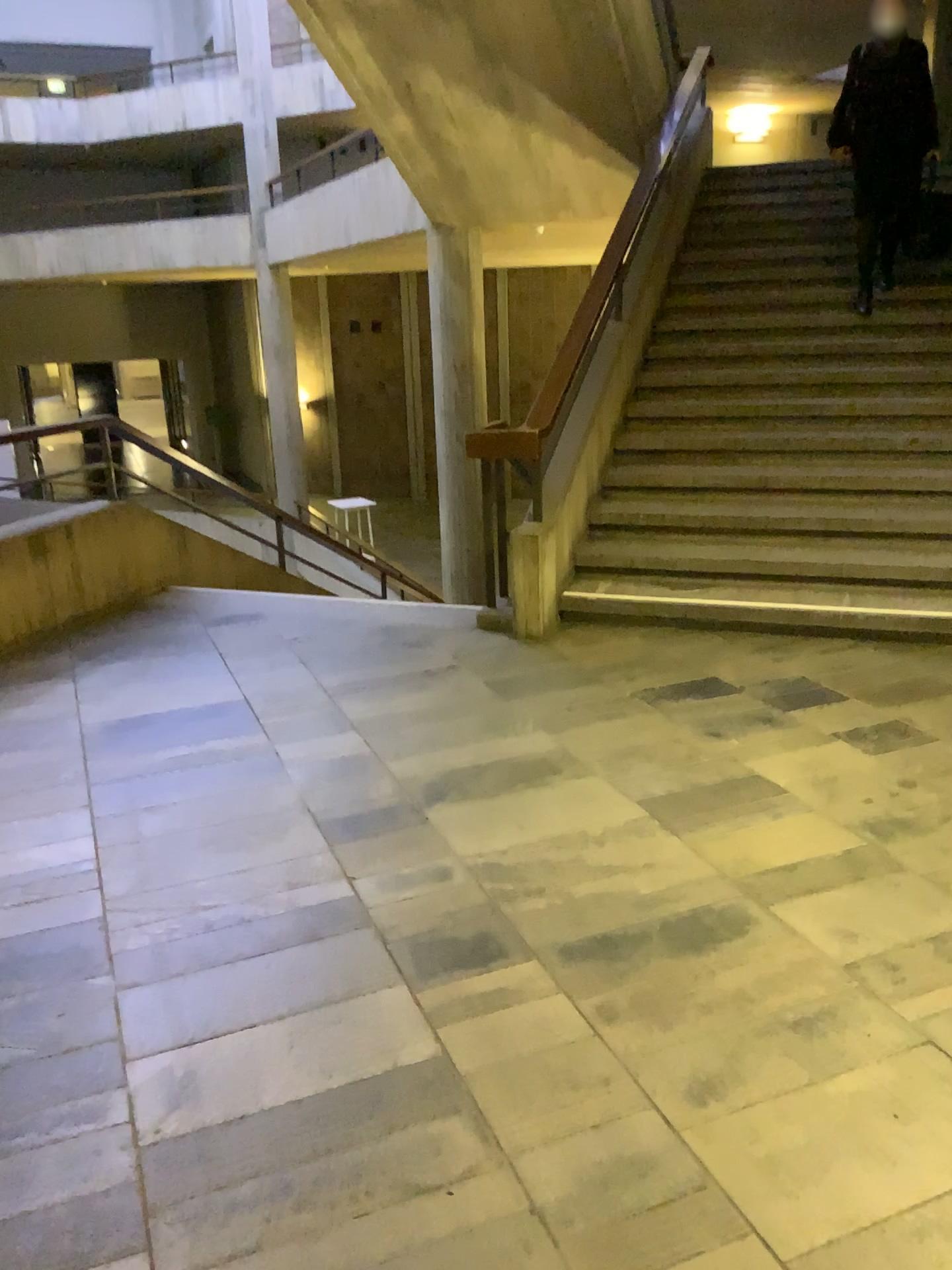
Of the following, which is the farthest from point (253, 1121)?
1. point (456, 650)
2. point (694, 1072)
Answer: point (456, 650)
